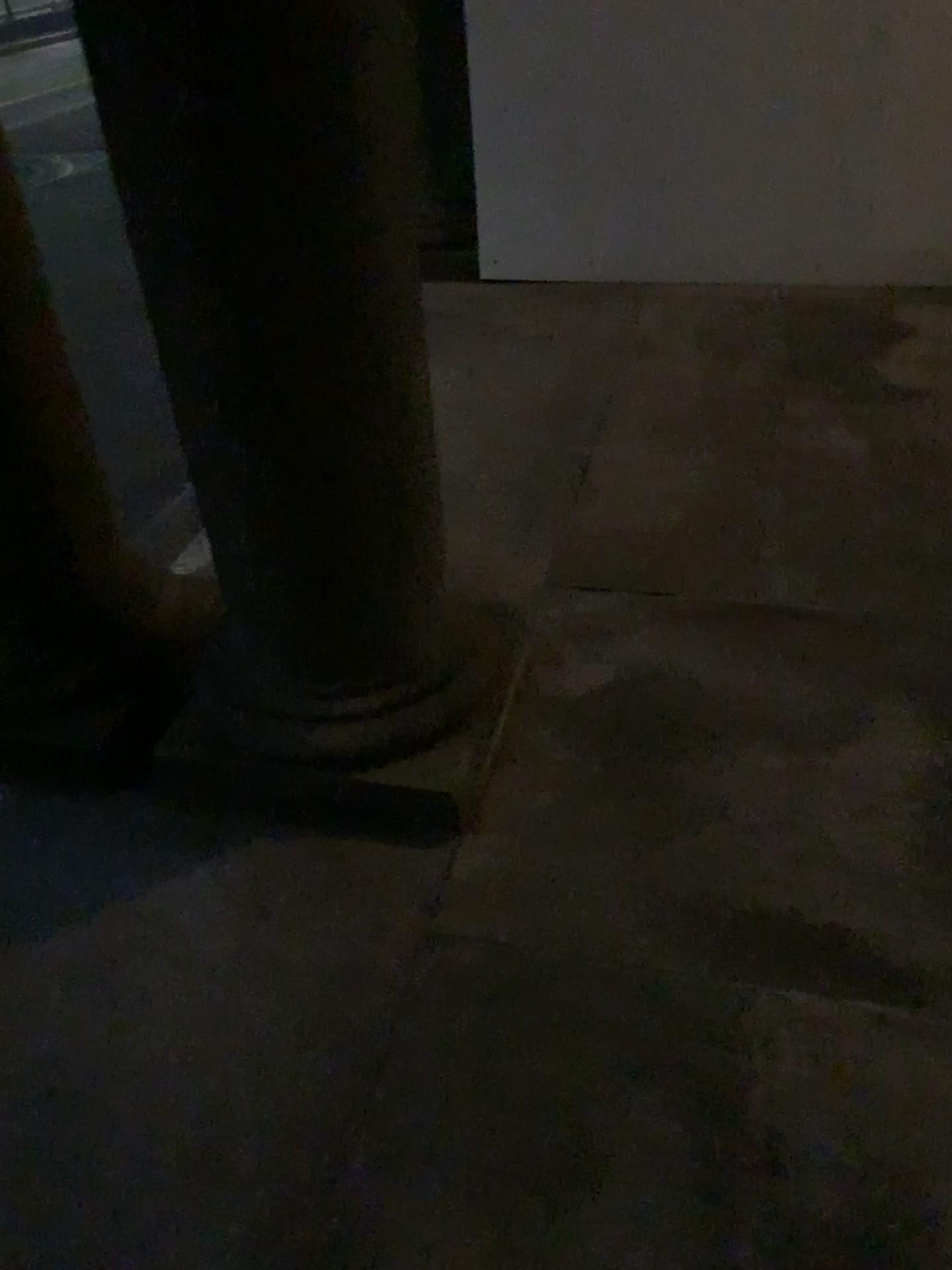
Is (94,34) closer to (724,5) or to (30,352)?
(30,352)

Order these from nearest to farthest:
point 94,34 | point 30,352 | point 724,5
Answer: point 94,34
point 30,352
point 724,5

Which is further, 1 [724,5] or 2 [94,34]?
1 [724,5]

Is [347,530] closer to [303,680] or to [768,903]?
[303,680]

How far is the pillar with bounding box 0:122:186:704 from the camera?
1.8 meters

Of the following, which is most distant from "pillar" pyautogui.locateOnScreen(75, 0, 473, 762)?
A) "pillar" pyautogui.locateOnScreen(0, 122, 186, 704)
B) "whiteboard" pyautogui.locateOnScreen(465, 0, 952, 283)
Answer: "whiteboard" pyautogui.locateOnScreen(465, 0, 952, 283)

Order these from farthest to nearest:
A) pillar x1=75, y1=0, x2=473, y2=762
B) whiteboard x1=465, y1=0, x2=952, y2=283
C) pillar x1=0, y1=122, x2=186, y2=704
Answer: whiteboard x1=465, y1=0, x2=952, y2=283
pillar x1=0, y1=122, x2=186, y2=704
pillar x1=75, y1=0, x2=473, y2=762

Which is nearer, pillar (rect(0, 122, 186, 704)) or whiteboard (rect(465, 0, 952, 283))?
pillar (rect(0, 122, 186, 704))

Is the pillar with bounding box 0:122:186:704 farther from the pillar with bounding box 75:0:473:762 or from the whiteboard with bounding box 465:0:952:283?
the whiteboard with bounding box 465:0:952:283
